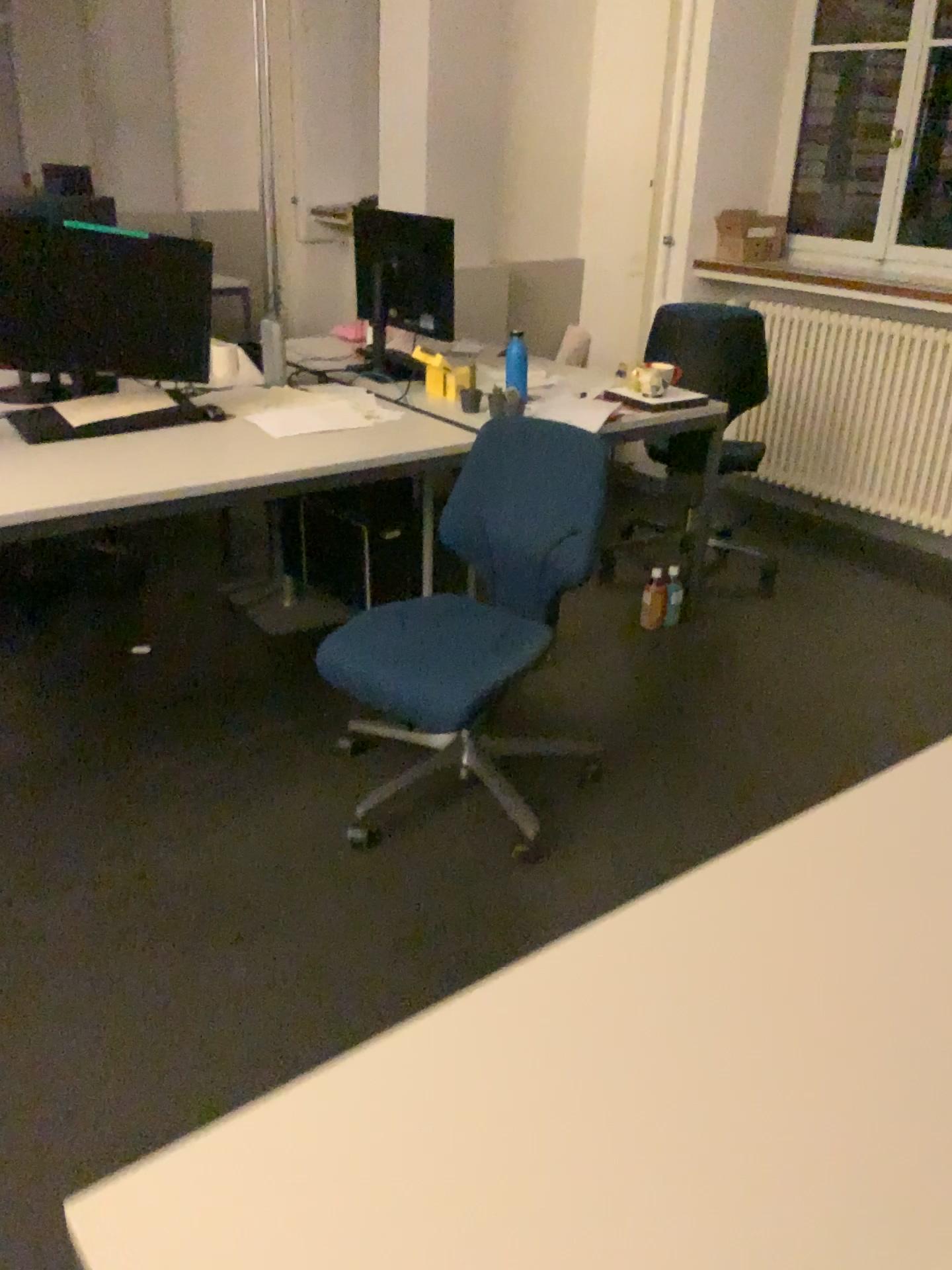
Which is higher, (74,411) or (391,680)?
(74,411)

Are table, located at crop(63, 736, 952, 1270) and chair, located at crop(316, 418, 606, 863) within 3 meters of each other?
yes

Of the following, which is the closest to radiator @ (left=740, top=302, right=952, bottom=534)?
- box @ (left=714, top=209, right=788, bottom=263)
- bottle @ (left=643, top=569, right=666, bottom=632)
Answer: box @ (left=714, top=209, right=788, bottom=263)

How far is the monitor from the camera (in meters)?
2.55

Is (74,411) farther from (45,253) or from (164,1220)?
(164,1220)

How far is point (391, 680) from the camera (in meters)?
2.21

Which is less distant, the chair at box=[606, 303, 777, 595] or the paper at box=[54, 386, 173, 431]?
the paper at box=[54, 386, 173, 431]

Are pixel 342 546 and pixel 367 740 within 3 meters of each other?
yes

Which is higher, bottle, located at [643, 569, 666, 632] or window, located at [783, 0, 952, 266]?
window, located at [783, 0, 952, 266]

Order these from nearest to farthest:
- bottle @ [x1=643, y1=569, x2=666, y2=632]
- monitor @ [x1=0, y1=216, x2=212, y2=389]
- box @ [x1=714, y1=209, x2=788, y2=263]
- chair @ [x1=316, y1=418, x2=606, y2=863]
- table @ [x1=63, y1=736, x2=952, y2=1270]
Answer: table @ [x1=63, y1=736, x2=952, y2=1270], chair @ [x1=316, y1=418, x2=606, y2=863], monitor @ [x1=0, y1=216, x2=212, y2=389], bottle @ [x1=643, y1=569, x2=666, y2=632], box @ [x1=714, y1=209, x2=788, y2=263]
